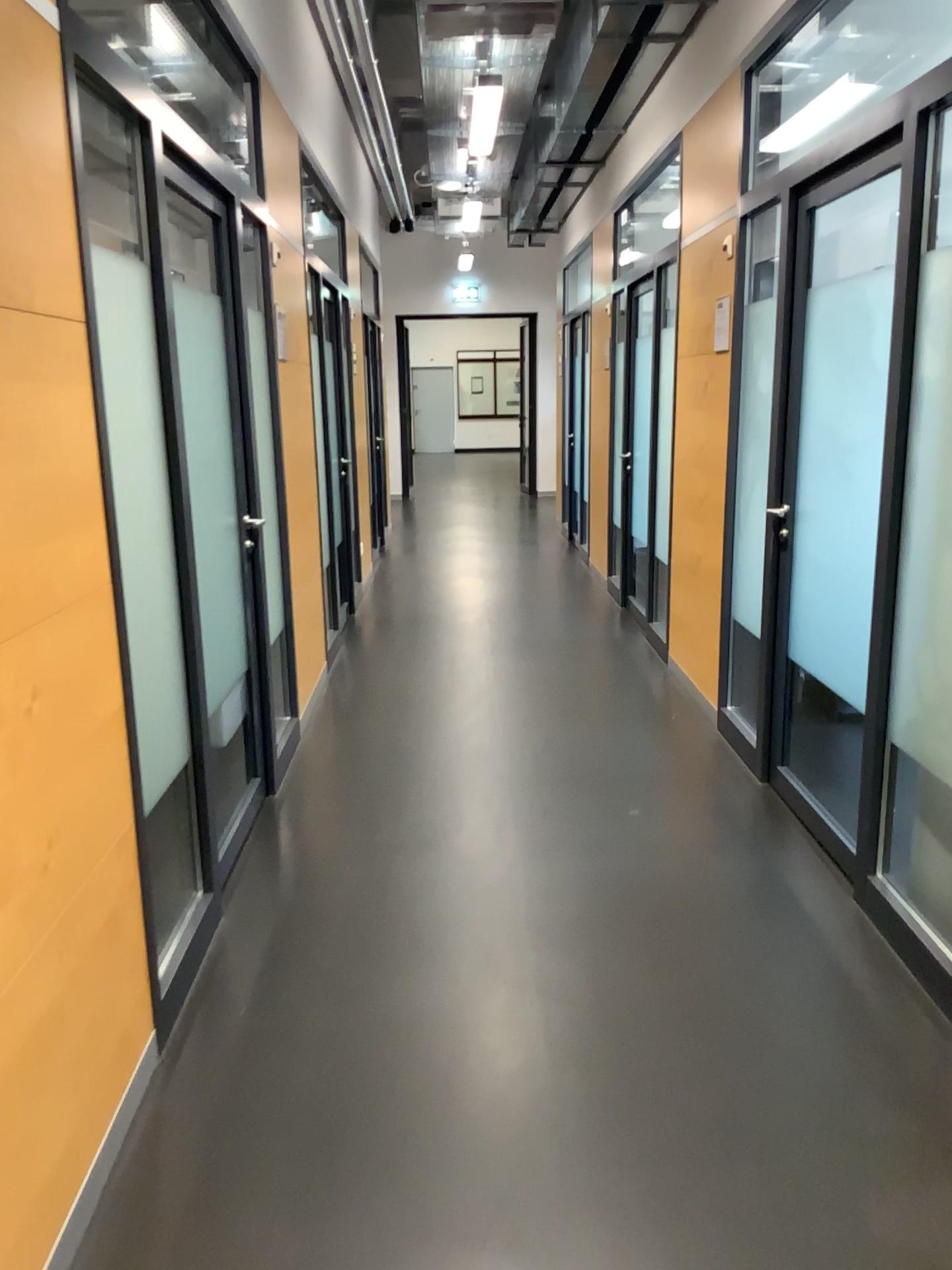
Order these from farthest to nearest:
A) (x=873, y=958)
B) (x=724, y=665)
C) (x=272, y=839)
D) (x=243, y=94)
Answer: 1. (x=724, y=665)
2. (x=243, y=94)
3. (x=272, y=839)
4. (x=873, y=958)
